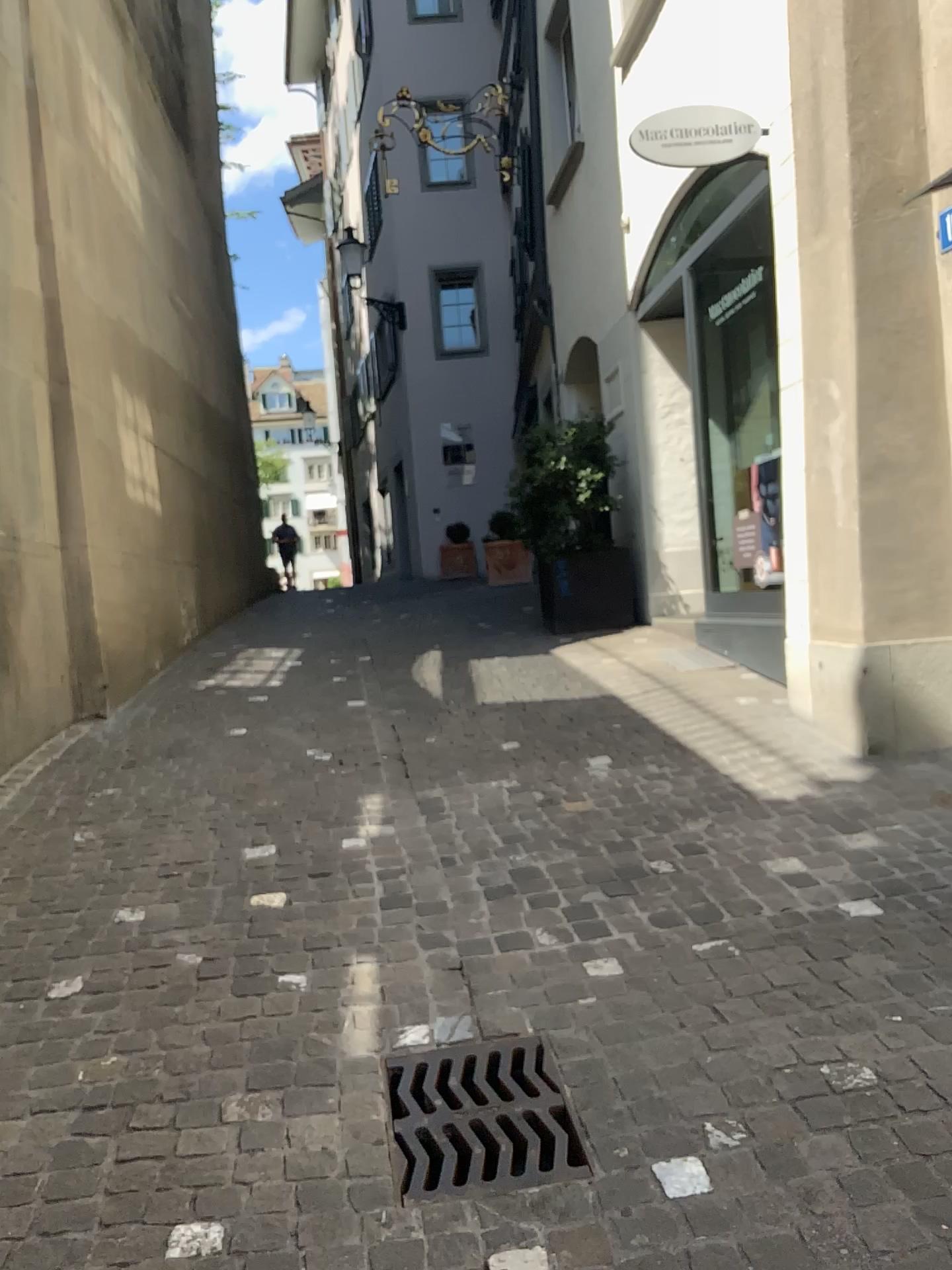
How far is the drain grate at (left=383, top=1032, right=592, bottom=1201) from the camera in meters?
2.1

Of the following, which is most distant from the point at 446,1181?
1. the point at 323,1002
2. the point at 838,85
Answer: the point at 838,85

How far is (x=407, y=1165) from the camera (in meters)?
2.08
